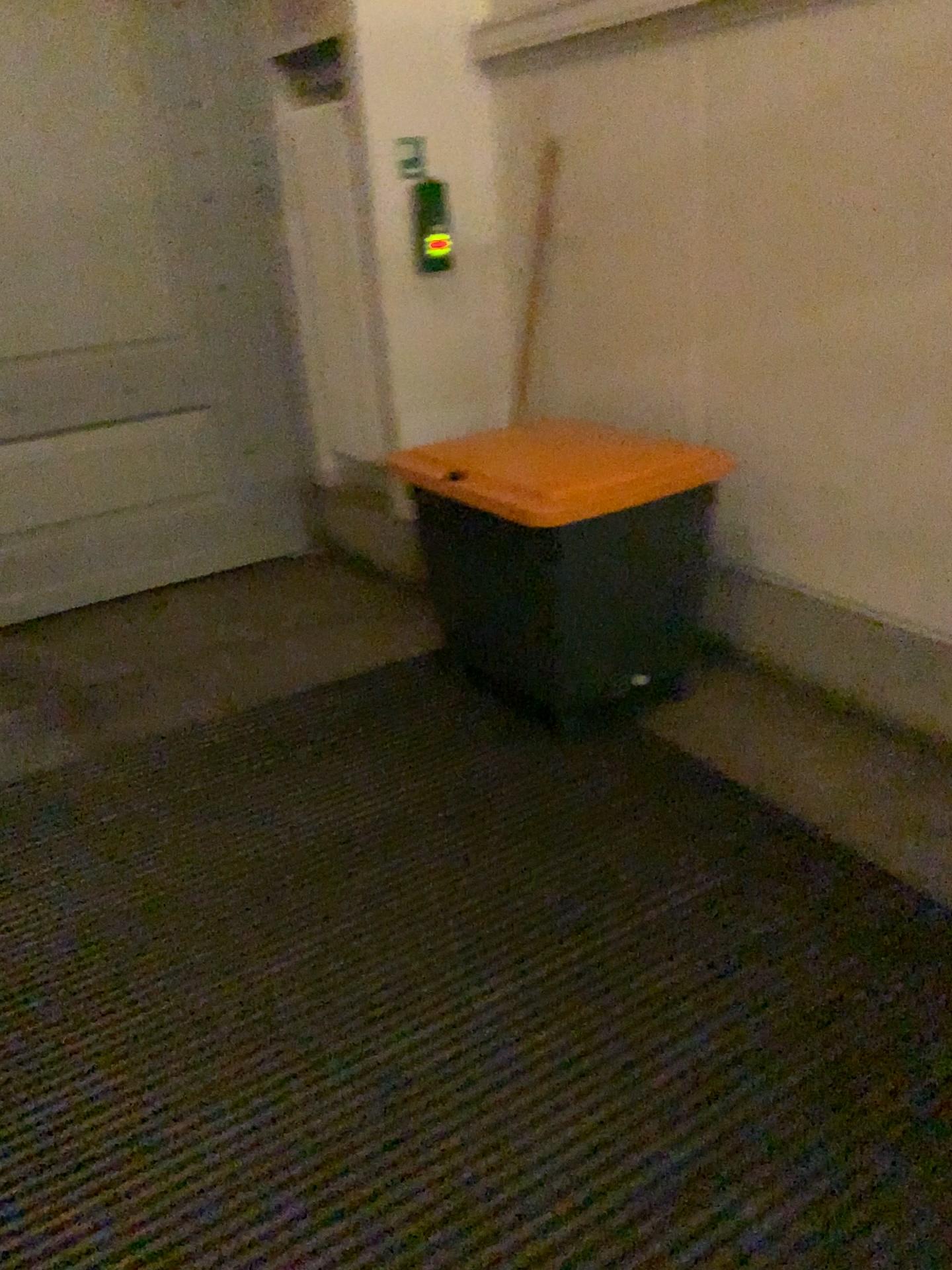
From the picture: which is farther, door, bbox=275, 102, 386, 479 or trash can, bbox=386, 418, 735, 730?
door, bbox=275, 102, 386, 479

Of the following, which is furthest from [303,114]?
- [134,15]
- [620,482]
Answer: [620,482]

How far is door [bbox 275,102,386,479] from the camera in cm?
376

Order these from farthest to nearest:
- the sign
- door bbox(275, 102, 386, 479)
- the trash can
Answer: door bbox(275, 102, 386, 479), the sign, the trash can

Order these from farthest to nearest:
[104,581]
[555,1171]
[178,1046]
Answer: [104,581], [178,1046], [555,1171]

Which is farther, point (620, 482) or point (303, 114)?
point (303, 114)

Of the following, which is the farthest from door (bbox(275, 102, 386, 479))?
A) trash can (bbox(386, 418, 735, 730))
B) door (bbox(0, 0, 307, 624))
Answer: trash can (bbox(386, 418, 735, 730))

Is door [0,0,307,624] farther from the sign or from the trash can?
Answer: the trash can

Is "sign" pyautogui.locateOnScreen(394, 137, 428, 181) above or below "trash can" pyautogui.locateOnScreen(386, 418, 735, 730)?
above

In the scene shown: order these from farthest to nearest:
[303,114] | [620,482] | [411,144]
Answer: [303,114] < [411,144] < [620,482]
